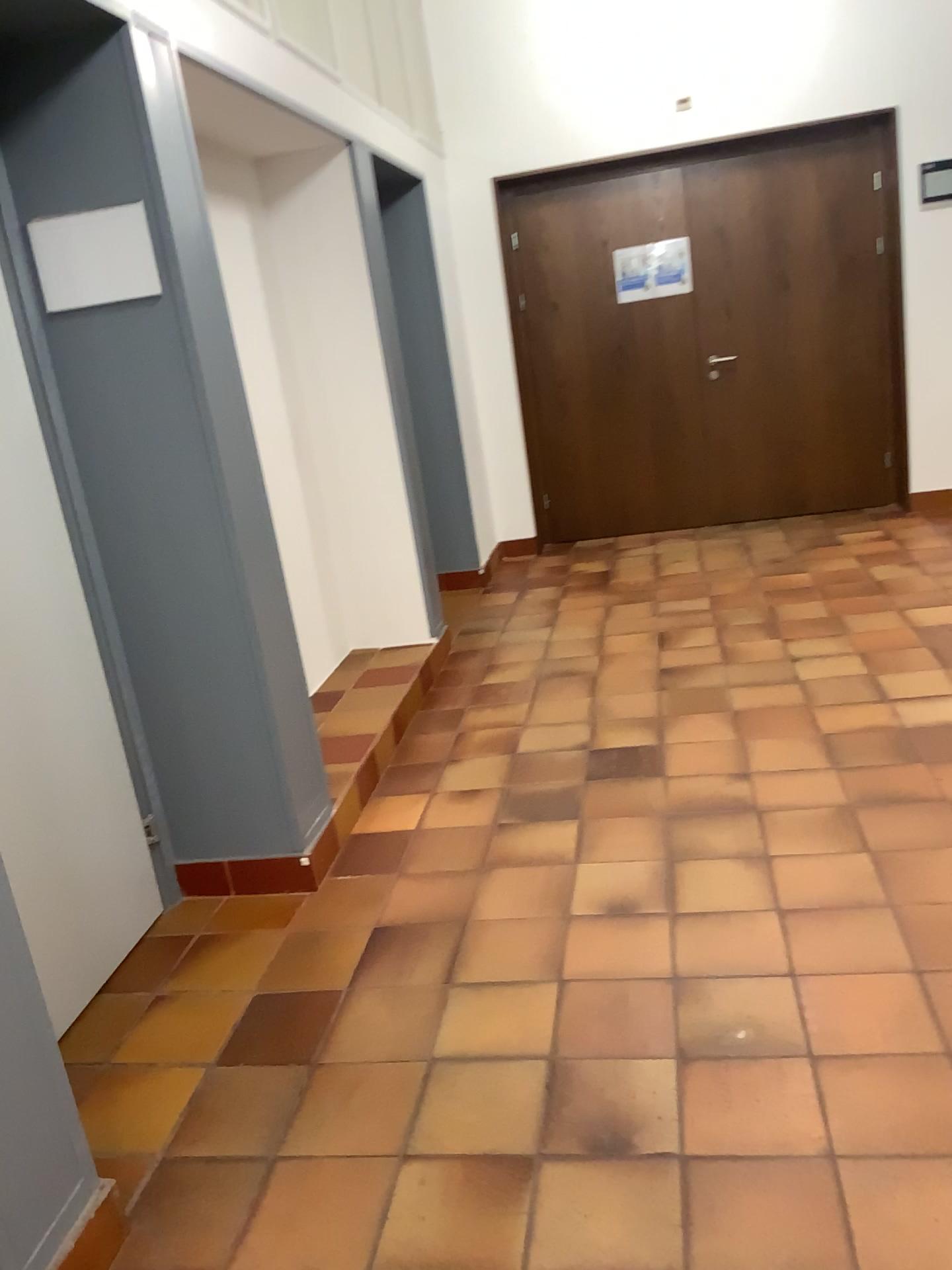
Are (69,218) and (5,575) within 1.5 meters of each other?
yes

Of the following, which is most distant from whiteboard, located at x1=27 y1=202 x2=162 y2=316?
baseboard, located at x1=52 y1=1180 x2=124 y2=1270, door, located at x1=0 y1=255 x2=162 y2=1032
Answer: baseboard, located at x1=52 y1=1180 x2=124 y2=1270

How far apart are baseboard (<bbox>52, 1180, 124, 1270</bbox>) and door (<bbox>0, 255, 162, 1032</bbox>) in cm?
61

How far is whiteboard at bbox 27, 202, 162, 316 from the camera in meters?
2.5 m

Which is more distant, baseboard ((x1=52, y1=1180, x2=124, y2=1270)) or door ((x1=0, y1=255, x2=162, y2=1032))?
door ((x1=0, y1=255, x2=162, y2=1032))

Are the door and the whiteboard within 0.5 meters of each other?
yes

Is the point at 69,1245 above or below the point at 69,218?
below

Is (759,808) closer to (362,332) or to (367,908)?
(367,908)

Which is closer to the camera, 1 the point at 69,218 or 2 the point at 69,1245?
2 the point at 69,1245

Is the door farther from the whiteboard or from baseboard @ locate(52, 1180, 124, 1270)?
baseboard @ locate(52, 1180, 124, 1270)
